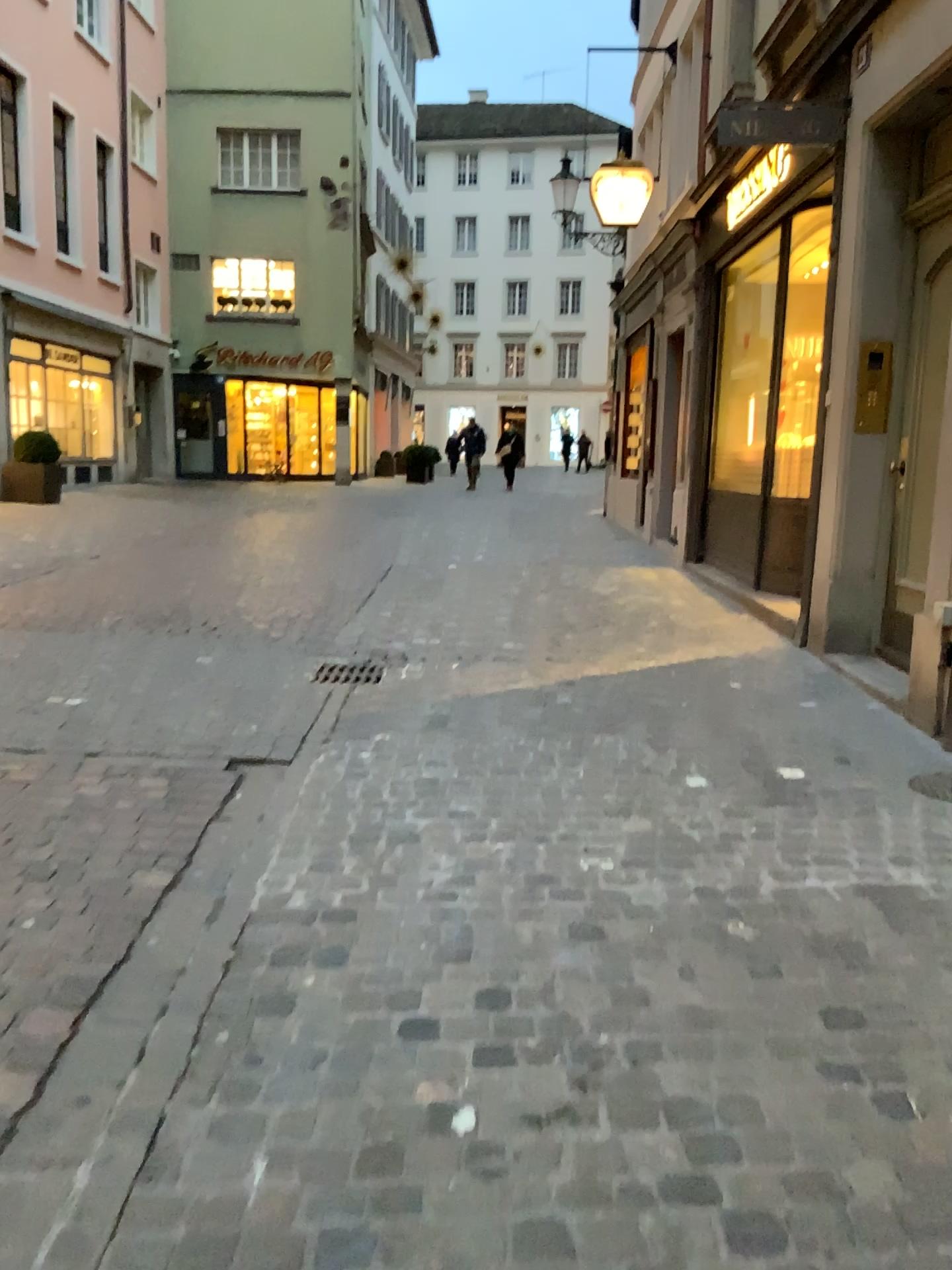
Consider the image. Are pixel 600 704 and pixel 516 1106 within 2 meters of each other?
no
